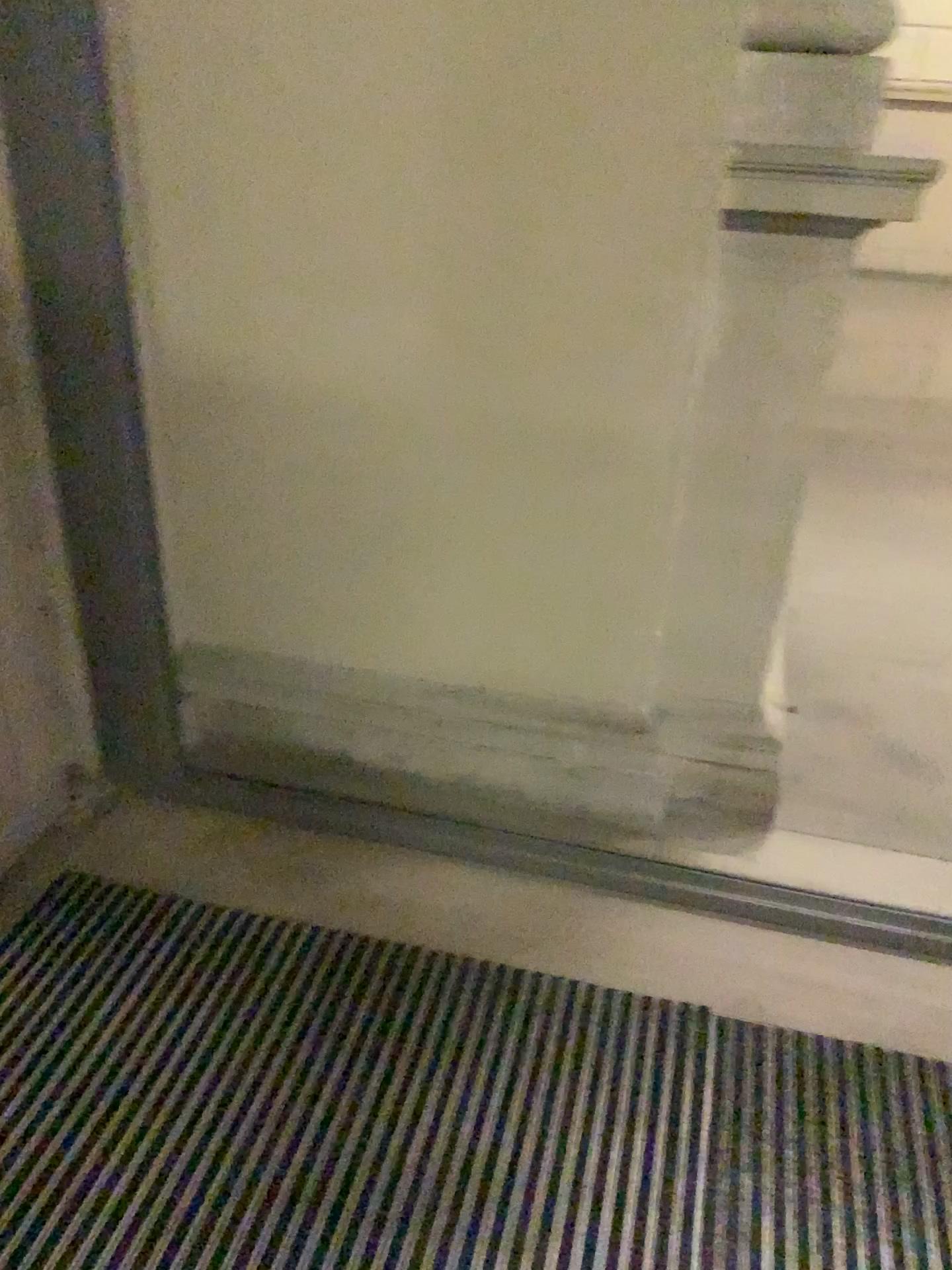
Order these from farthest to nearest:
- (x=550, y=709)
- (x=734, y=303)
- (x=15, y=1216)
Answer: (x=550, y=709), (x=734, y=303), (x=15, y=1216)

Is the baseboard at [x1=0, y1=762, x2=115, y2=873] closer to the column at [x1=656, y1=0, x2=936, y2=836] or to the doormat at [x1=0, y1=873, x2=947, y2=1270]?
the doormat at [x1=0, y1=873, x2=947, y2=1270]

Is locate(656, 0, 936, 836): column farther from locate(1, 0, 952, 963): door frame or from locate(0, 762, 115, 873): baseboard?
locate(0, 762, 115, 873): baseboard

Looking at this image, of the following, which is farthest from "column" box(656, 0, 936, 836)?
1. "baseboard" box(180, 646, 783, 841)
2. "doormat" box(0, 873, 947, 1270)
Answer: "doormat" box(0, 873, 947, 1270)

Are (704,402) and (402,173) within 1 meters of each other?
yes

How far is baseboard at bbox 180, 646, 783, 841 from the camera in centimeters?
223cm

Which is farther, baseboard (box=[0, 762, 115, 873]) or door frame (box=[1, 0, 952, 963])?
baseboard (box=[0, 762, 115, 873])

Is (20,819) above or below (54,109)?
below

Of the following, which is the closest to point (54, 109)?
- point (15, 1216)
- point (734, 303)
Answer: point (734, 303)

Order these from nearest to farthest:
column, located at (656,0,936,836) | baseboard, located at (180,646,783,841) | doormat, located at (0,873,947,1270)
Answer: doormat, located at (0,873,947,1270) < column, located at (656,0,936,836) < baseboard, located at (180,646,783,841)
